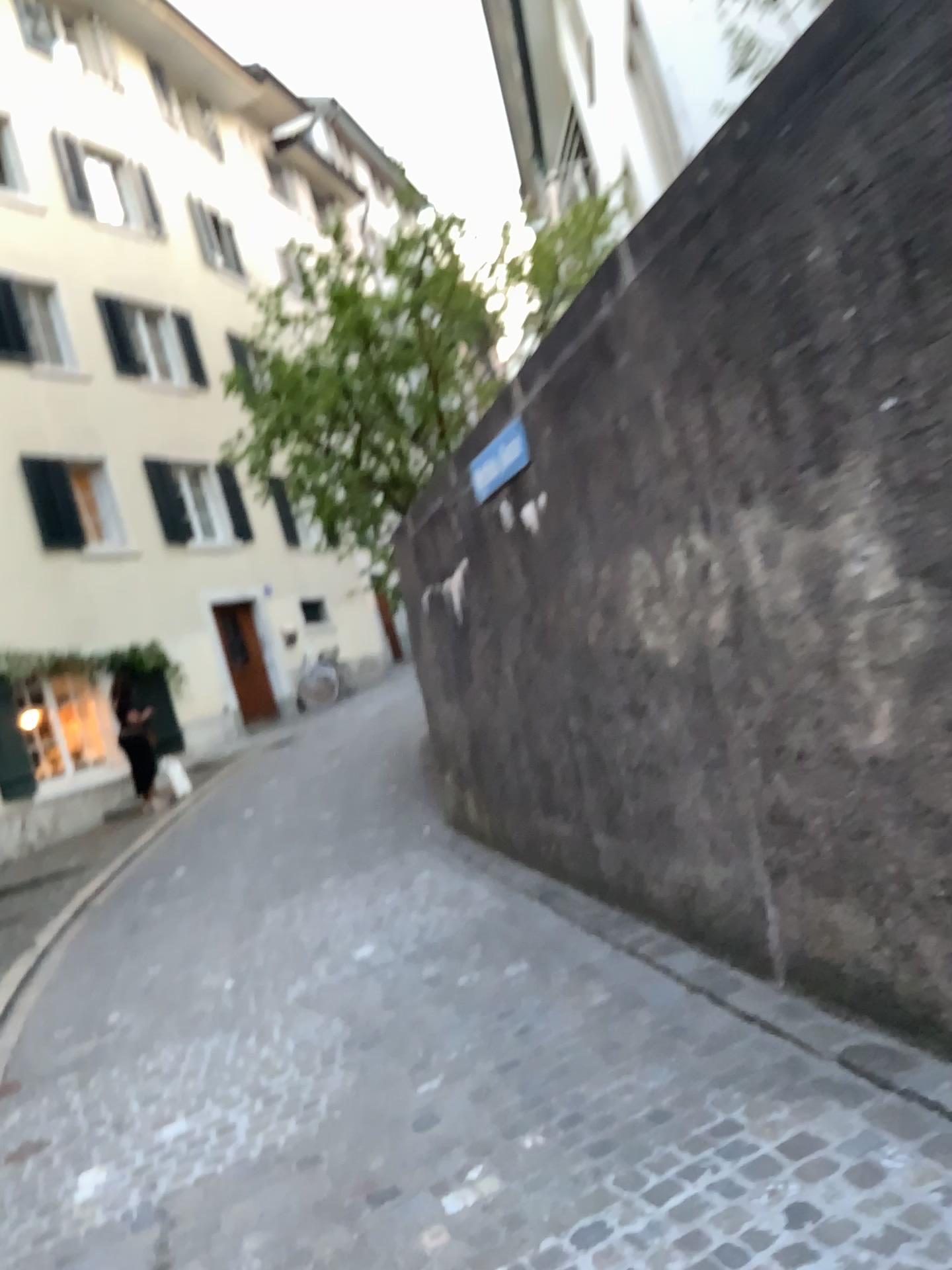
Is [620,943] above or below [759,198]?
below
